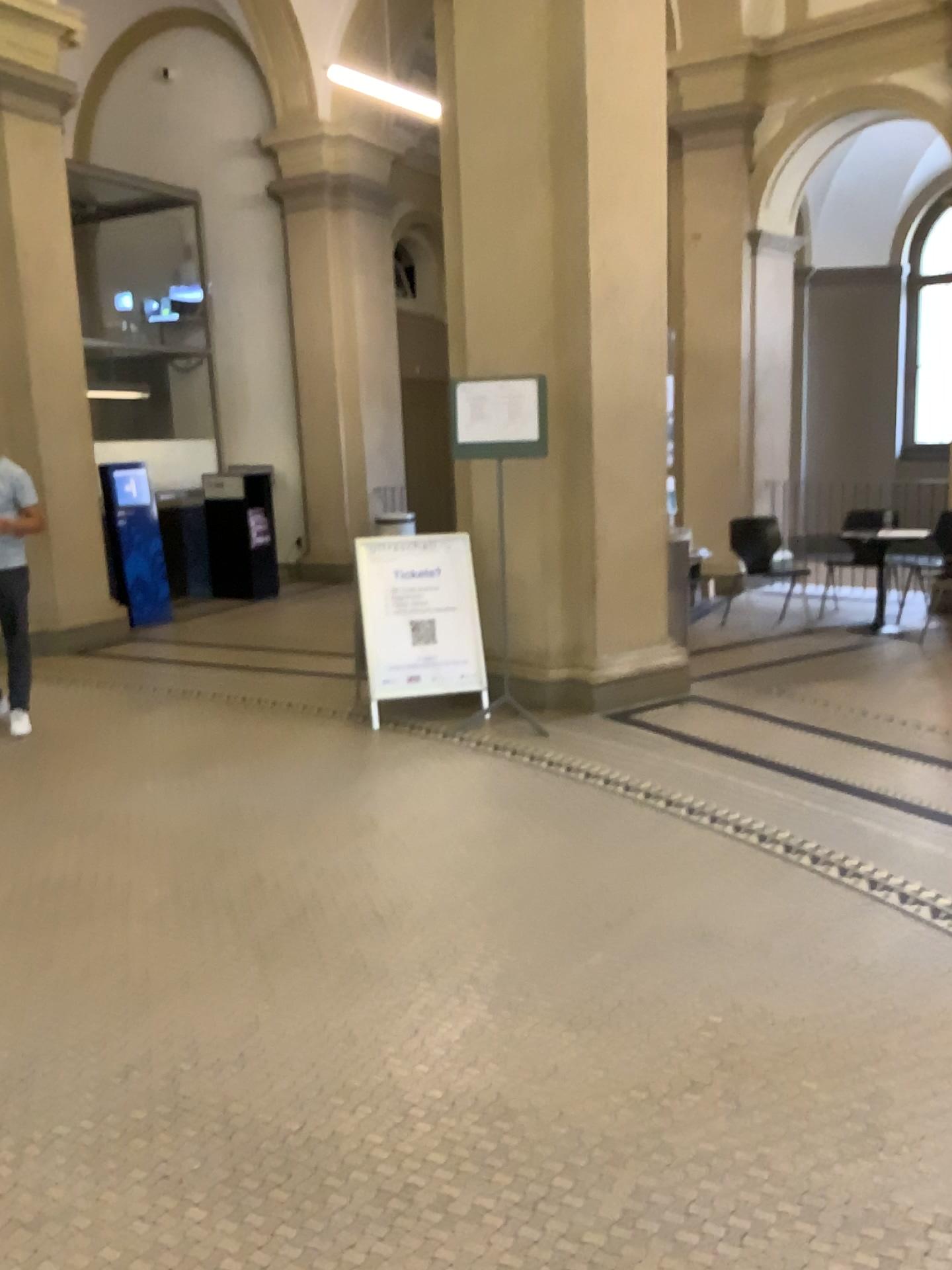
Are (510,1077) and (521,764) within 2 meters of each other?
no
